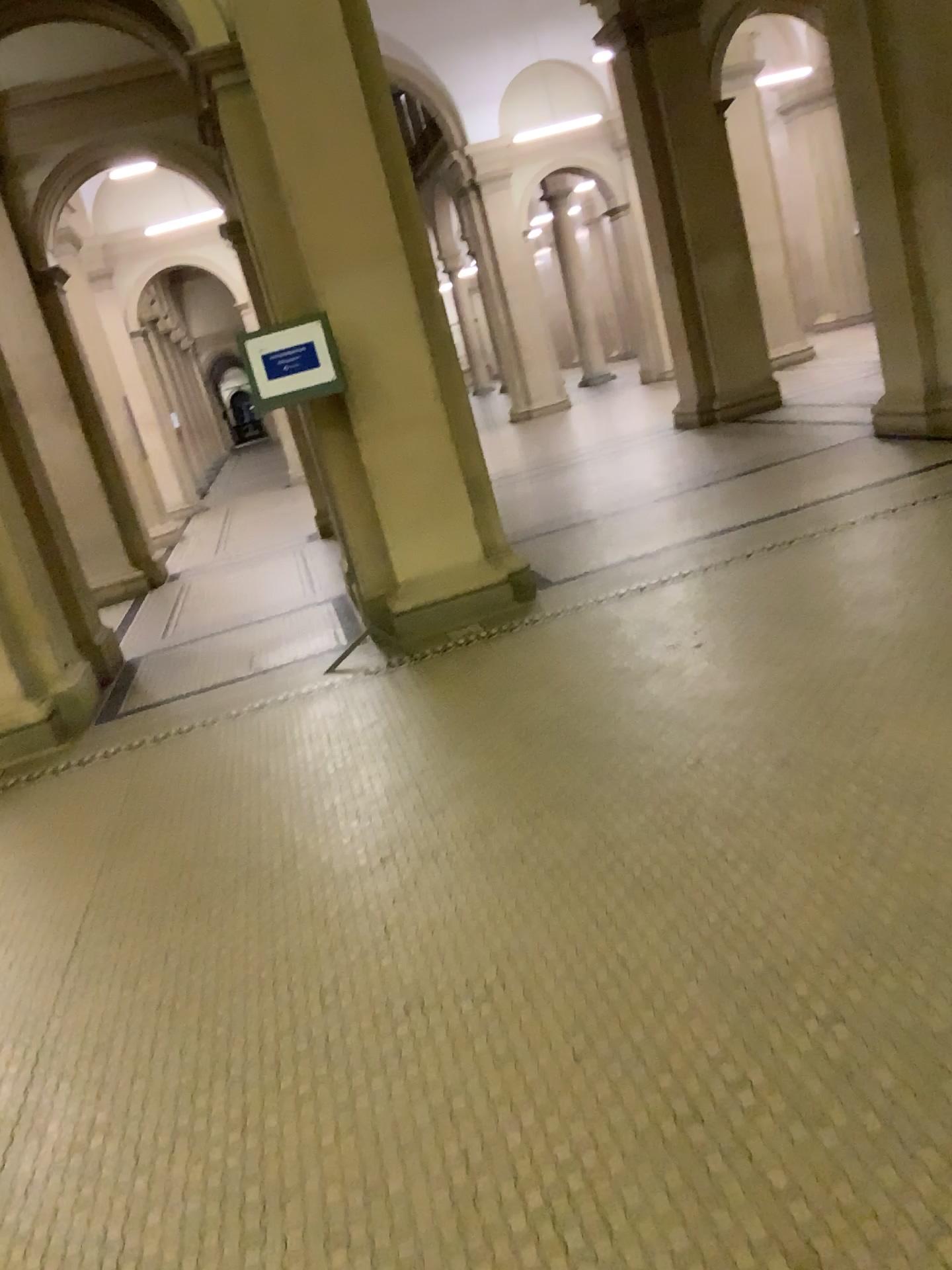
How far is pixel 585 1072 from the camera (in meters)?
2.12
